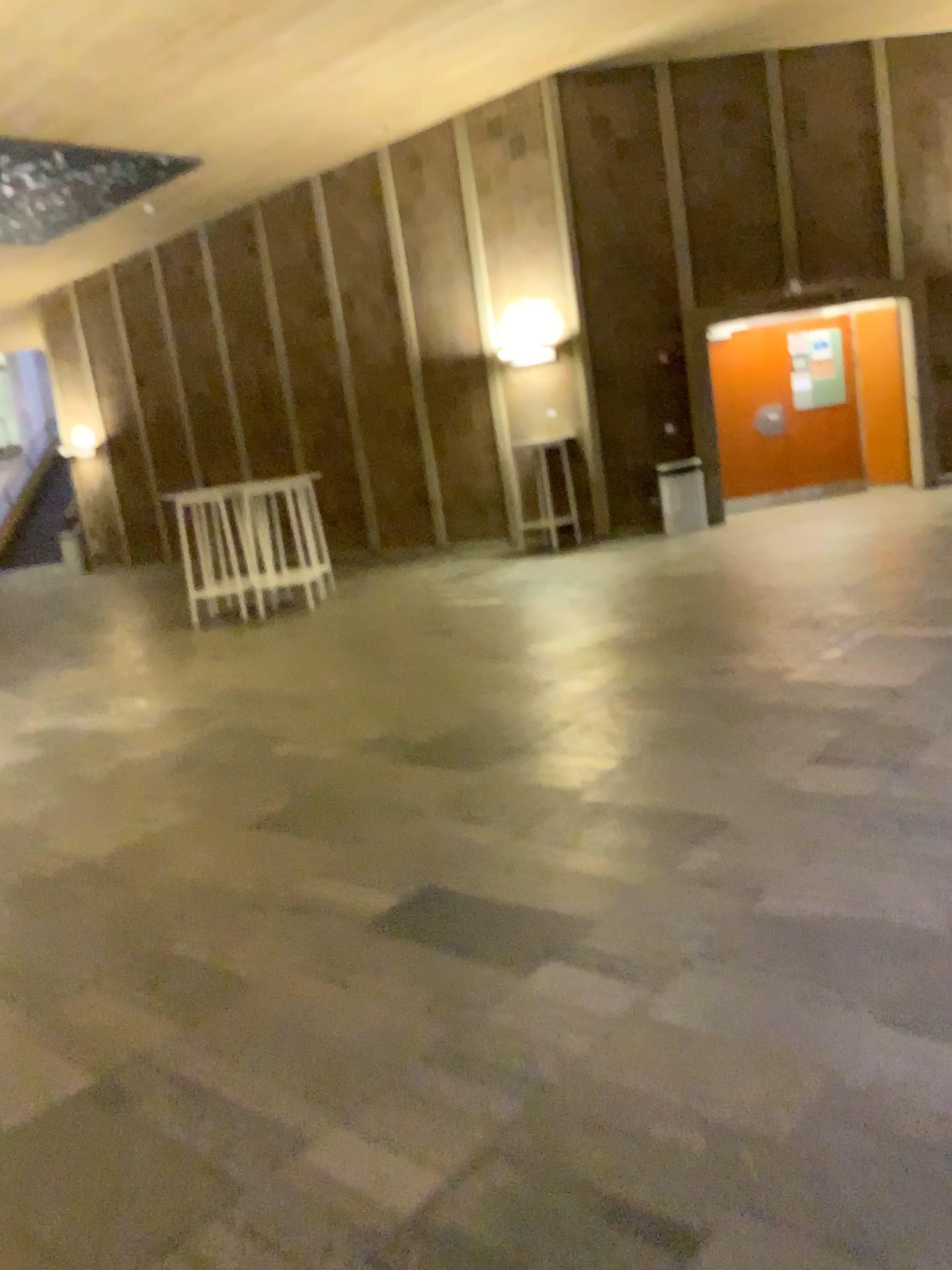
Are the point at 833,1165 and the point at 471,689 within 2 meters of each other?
no
